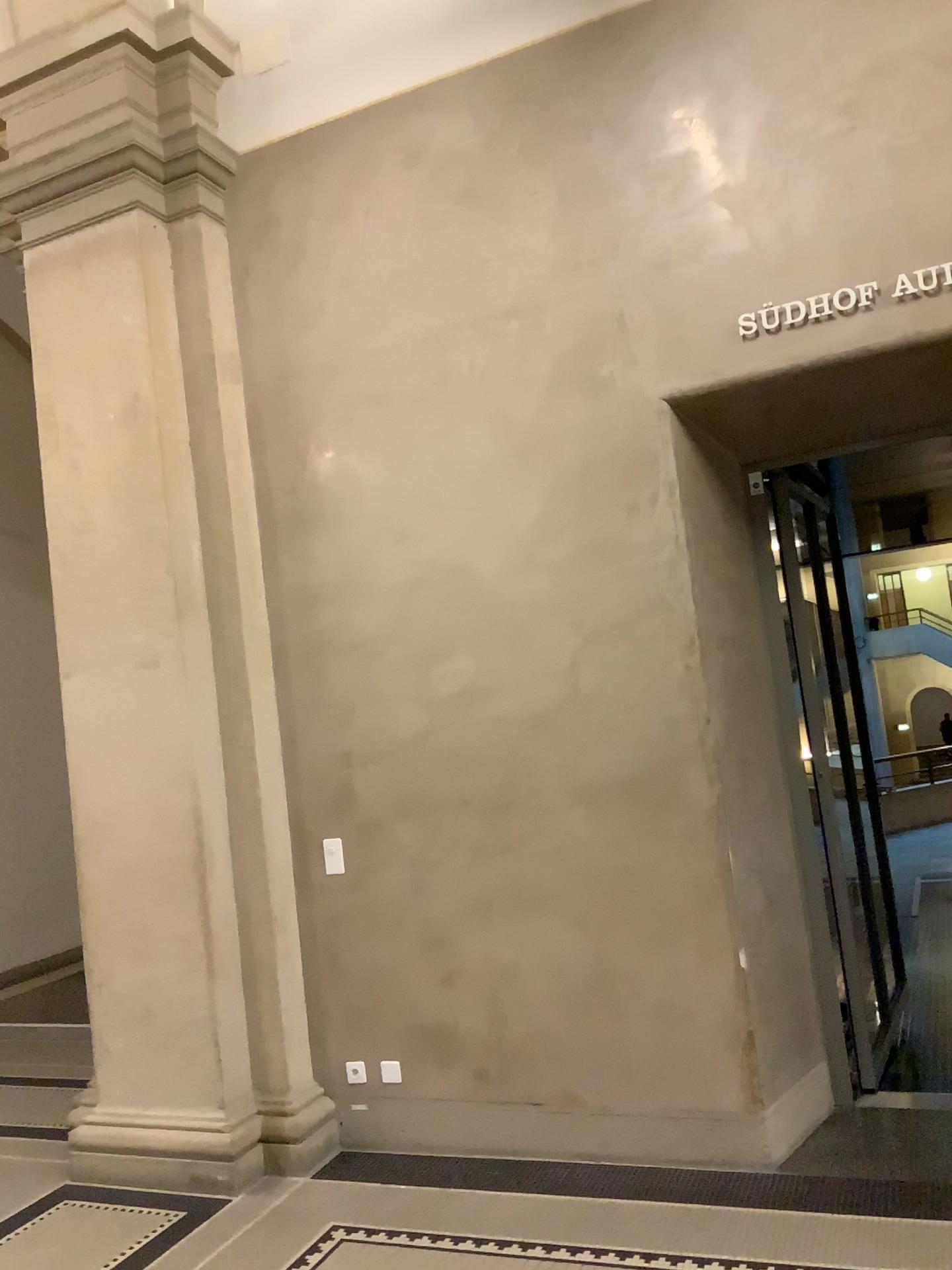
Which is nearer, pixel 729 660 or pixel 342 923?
pixel 729 660

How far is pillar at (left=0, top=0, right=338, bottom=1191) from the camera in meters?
4.2

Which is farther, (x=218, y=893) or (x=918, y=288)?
(x=218, y=893)

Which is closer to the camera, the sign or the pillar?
the sign

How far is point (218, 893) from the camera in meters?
4.2

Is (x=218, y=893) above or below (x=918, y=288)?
below
